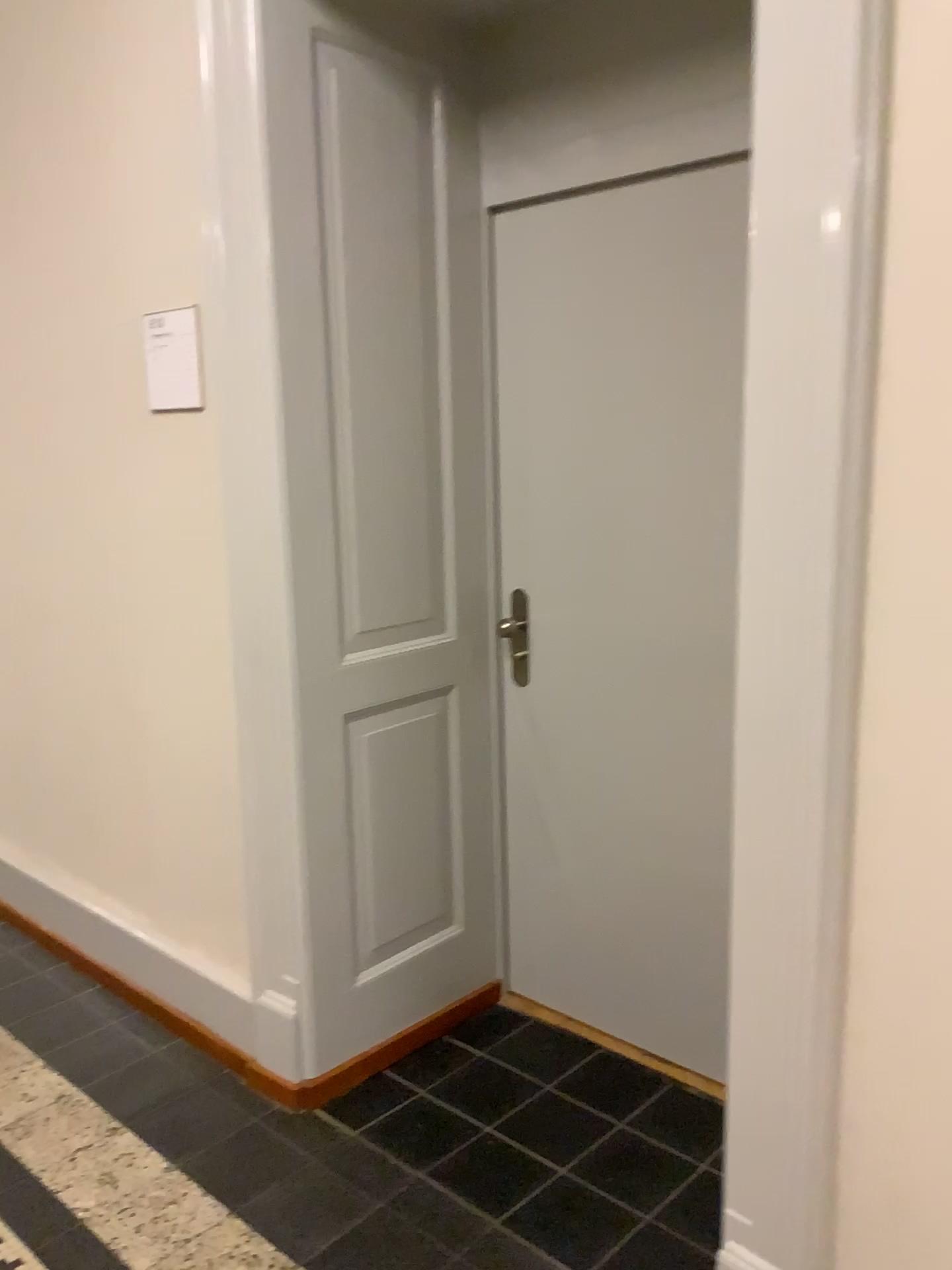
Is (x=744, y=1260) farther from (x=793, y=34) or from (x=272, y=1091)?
(x=793, y=34)

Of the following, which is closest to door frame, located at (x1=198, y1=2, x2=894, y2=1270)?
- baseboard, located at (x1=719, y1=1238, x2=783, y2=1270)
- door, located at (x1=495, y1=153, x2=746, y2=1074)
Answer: baseboard, located at (x1=719, y1=1238, x2=783, y2=1270)

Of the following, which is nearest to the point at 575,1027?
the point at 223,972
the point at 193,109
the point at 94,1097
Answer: the point at 223,972

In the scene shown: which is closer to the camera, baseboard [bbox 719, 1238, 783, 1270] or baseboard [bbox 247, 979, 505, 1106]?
baseboard [bbox 719, 1238, 783, 1270]

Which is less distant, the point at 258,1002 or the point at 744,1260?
the point at 744,1260

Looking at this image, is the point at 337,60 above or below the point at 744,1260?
above

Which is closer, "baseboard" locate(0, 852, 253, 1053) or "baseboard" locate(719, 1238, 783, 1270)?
"baseboard" locate(719, 1238, 783, 1270)

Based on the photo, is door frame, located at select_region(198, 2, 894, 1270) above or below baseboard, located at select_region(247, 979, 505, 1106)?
above

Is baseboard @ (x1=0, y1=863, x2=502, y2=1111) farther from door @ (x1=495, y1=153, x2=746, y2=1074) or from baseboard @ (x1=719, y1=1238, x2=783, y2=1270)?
baseboard @ (x1=719, y1=1238, x2=783, y2=1270)

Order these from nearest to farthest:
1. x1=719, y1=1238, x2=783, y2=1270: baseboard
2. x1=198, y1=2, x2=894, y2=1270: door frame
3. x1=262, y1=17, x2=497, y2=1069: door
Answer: x1=198, y1=2, x2=894, y2=1270: door frame
x1=719, y1=1238, x2=783, y2=1270: baseboard
x1=262, y1=17, x2=497, y2=1069: door
